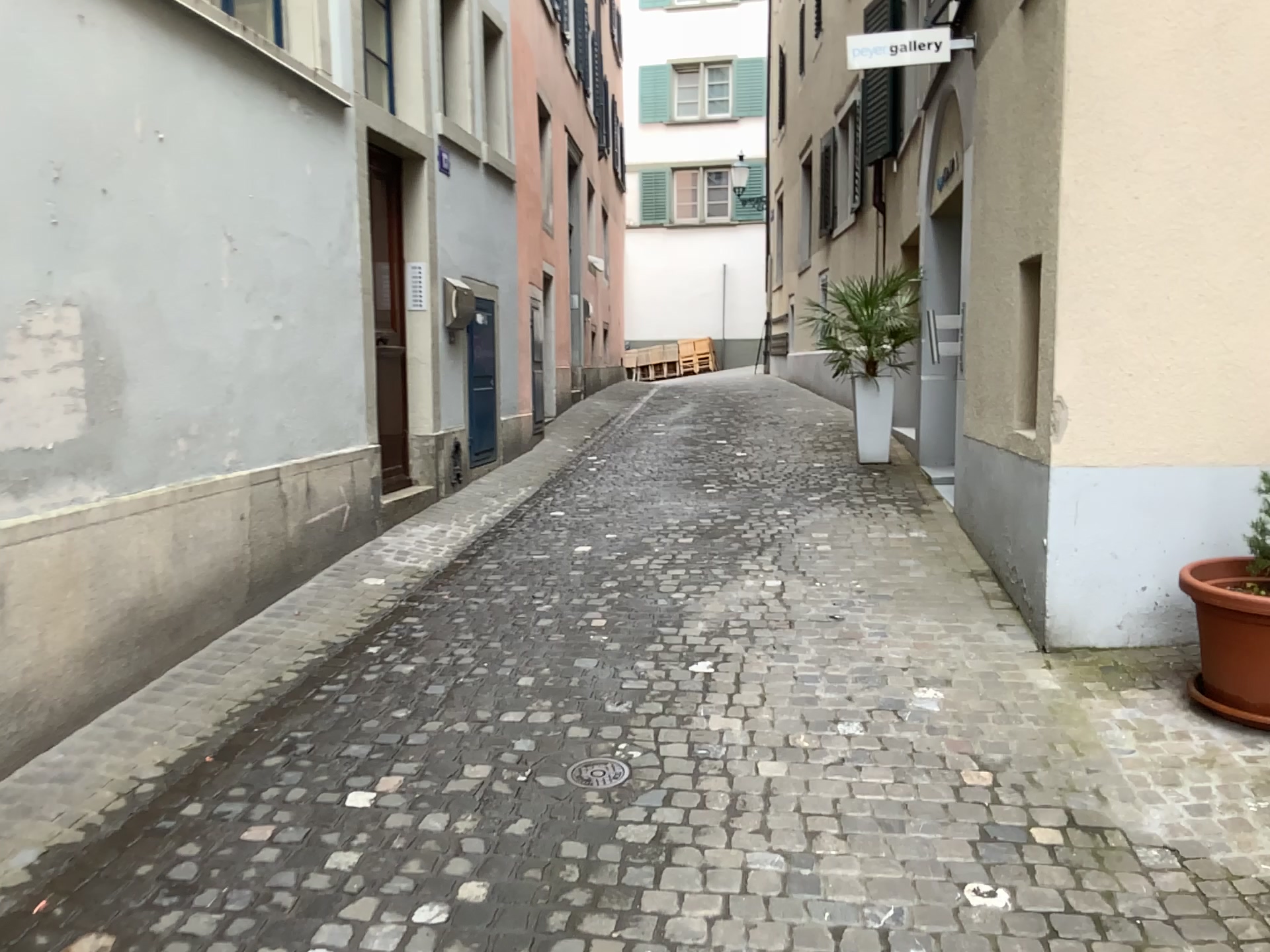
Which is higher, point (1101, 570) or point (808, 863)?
point (1101, 570)

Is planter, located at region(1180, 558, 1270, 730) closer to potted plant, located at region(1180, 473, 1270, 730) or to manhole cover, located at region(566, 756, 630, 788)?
potted plant, located at region(1180, 473, 1270, 730)

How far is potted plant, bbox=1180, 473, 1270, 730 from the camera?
3.3m

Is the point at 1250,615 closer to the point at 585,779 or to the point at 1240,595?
the point at 1240,595

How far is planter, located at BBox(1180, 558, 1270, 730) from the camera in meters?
3.3

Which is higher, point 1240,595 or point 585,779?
point 1240,595

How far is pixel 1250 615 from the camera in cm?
326

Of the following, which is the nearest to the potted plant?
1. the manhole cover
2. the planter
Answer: the planter
